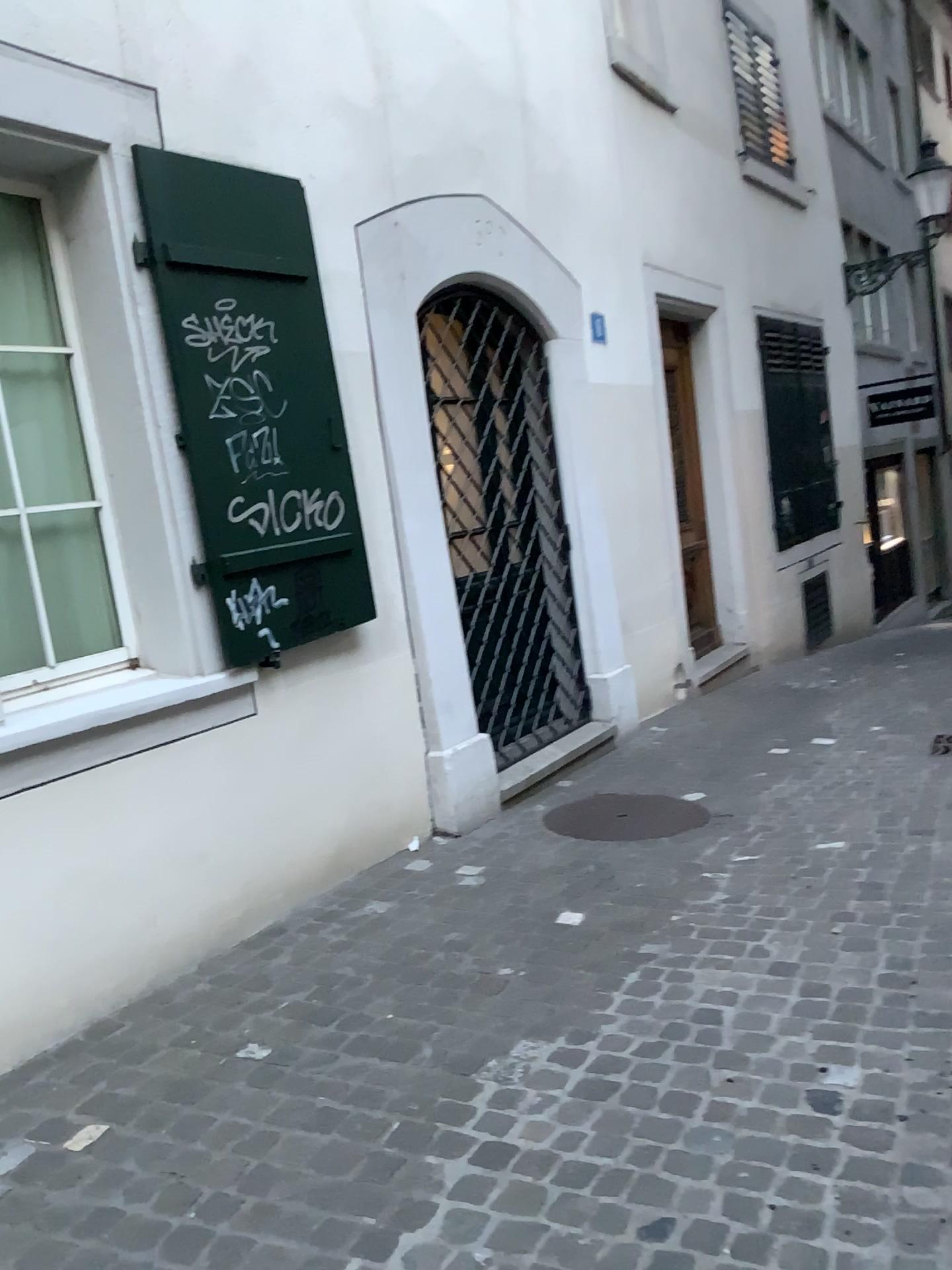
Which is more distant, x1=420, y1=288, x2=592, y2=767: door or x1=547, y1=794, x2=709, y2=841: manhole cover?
x1=420, y1=288, x2=592, y2=767: door

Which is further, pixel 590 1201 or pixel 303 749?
pixel 303 749

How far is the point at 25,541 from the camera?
3.3m

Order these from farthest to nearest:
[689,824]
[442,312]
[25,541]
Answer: [442,312], [689,824], [25,541]

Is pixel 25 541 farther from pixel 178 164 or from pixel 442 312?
pixel 442 312

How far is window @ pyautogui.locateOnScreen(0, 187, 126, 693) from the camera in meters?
3.3 m

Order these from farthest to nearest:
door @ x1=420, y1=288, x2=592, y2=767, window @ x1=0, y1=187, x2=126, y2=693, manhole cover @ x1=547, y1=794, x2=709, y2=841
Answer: door @ x1=420, y1=288, x2=592, y2=767
manhole cover @ x1=547, y1=794, x2=709, y2=841
window @ x1=0, y1=187, x2=126, y2=693

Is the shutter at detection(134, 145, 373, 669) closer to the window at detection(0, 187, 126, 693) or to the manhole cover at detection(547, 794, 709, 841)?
the window at detection(0, 187, 126, 693)

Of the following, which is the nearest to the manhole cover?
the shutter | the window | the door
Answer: the door

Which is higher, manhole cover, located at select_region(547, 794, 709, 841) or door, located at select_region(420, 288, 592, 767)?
door, located at select_region(420, 288, 592, 767)
